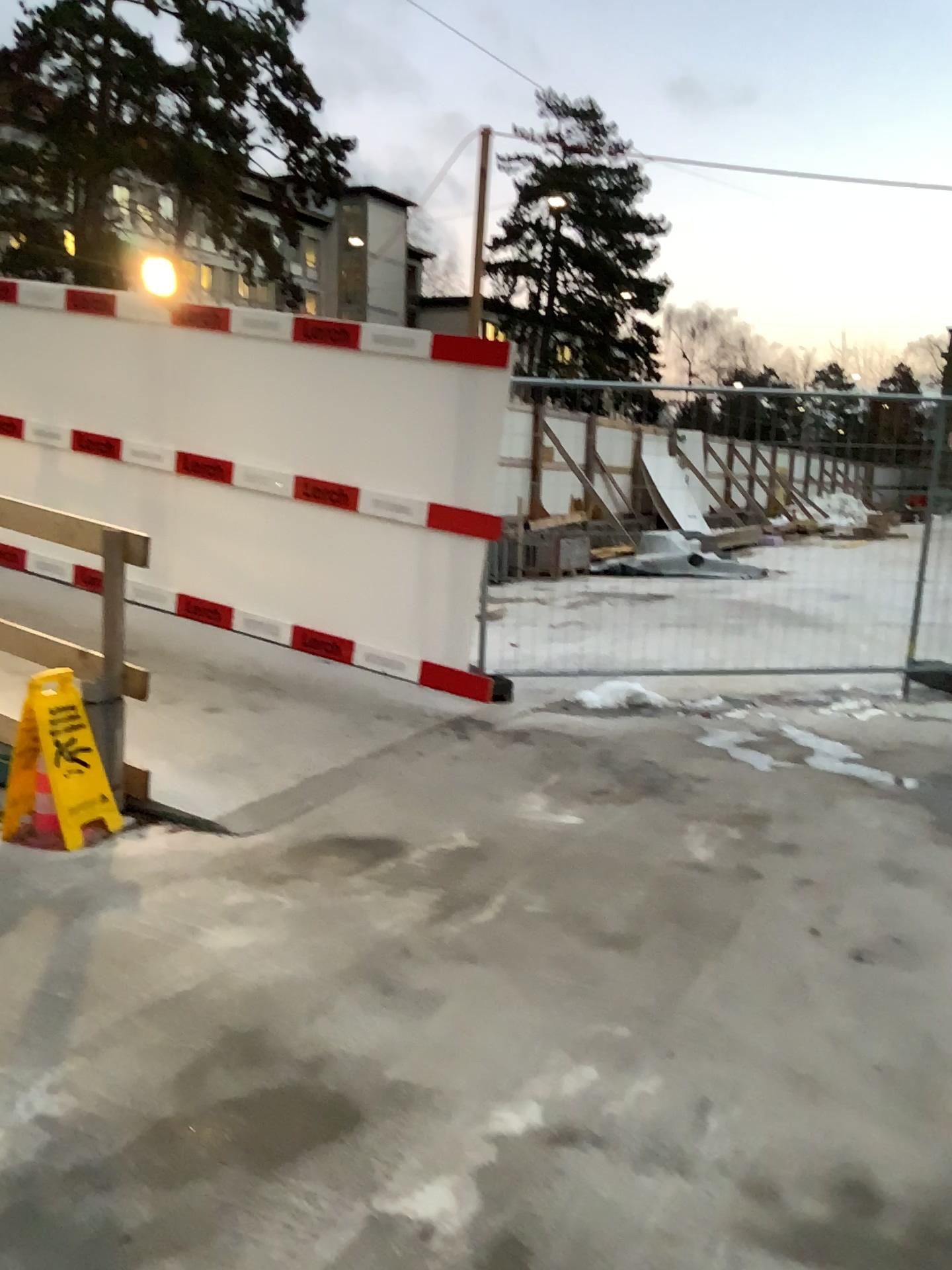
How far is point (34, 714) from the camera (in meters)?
3.90

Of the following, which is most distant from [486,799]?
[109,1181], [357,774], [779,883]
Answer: [109,1181]

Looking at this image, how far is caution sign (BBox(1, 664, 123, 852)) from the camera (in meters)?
3.90
